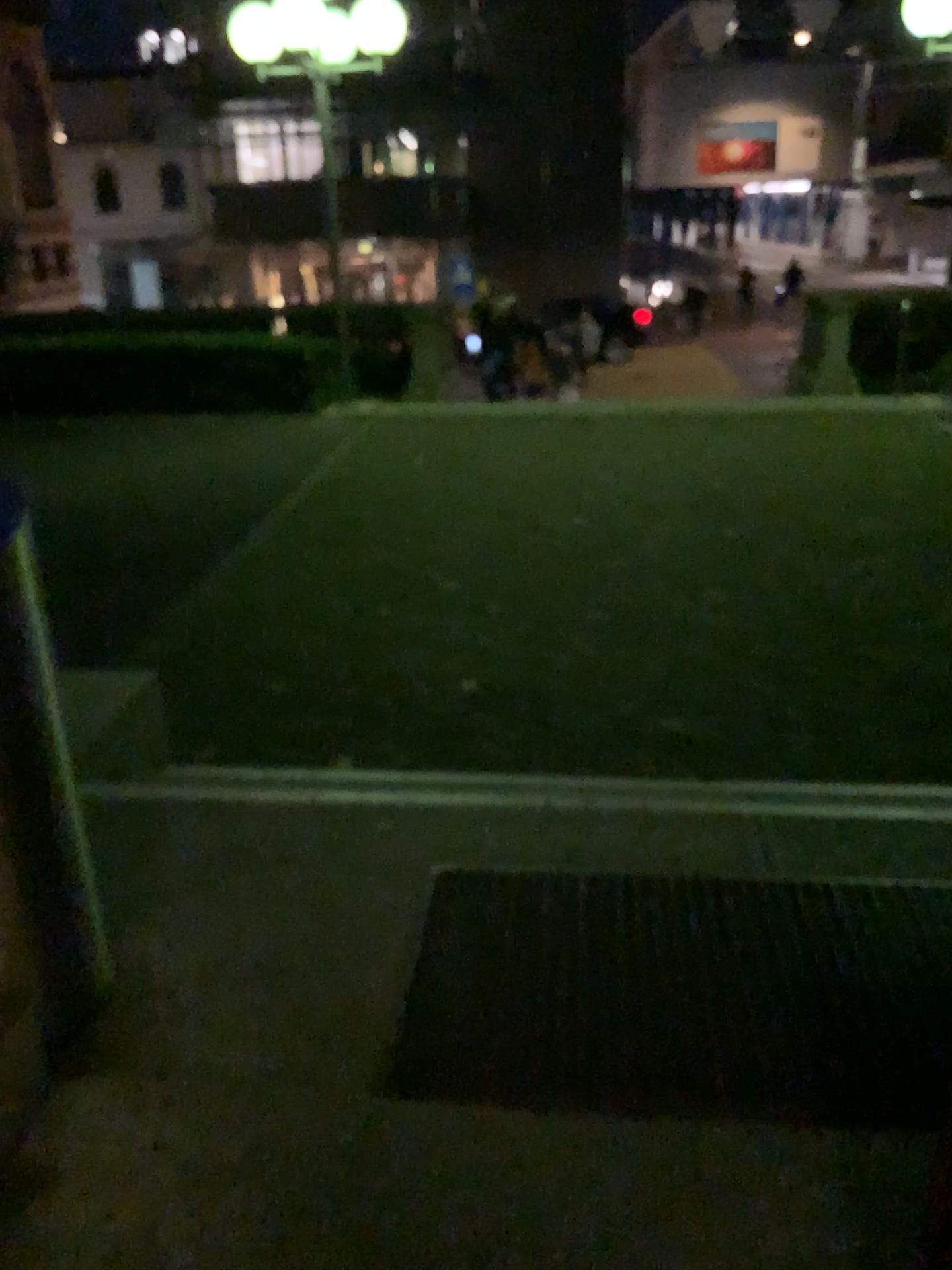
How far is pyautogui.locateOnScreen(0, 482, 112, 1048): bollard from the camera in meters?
1.9 m

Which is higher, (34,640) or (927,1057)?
(34,640)

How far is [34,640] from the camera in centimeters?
189cm

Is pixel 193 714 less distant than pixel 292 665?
Yes
